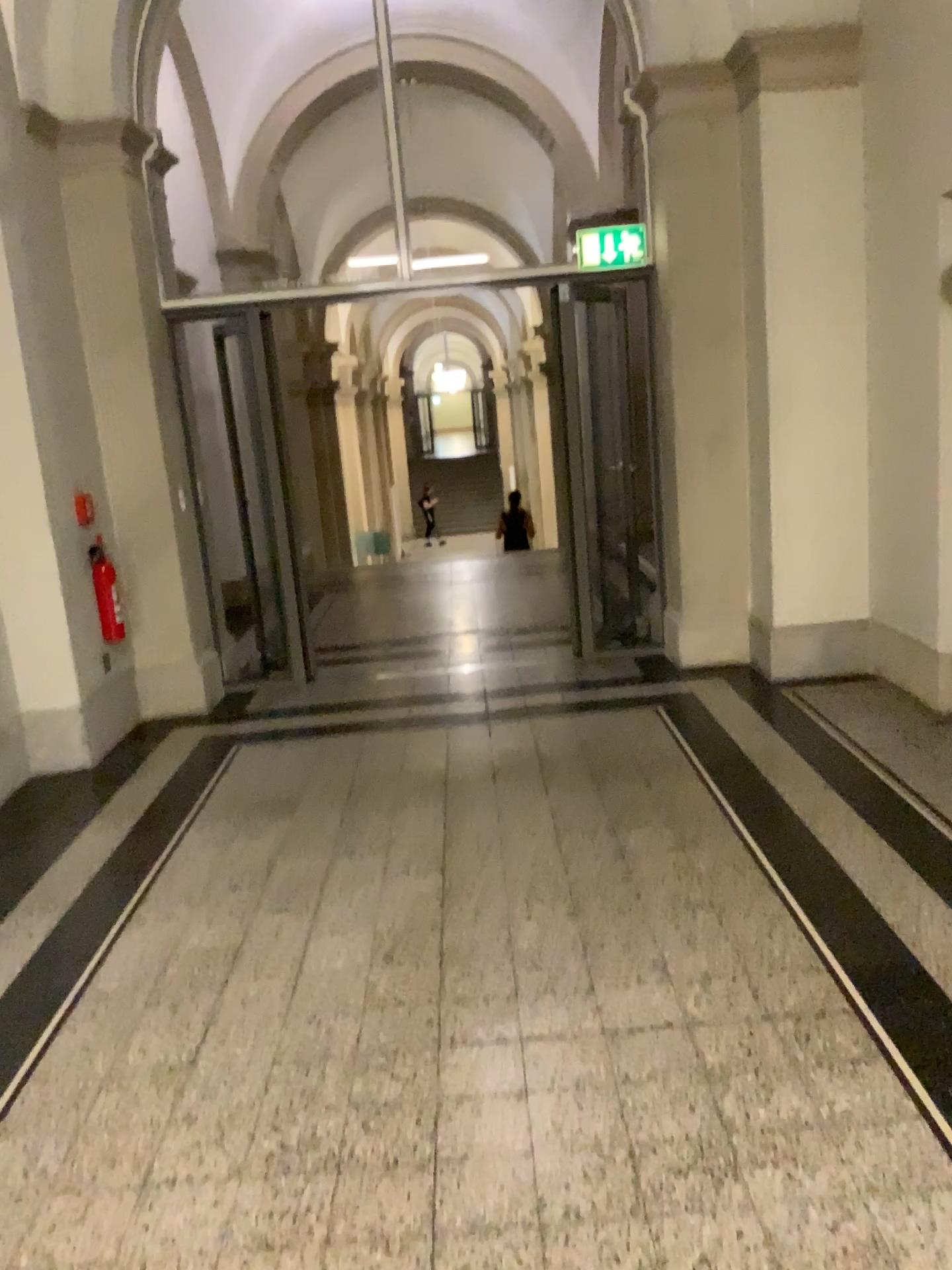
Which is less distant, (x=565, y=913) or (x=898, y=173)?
(x=565, y=913)
